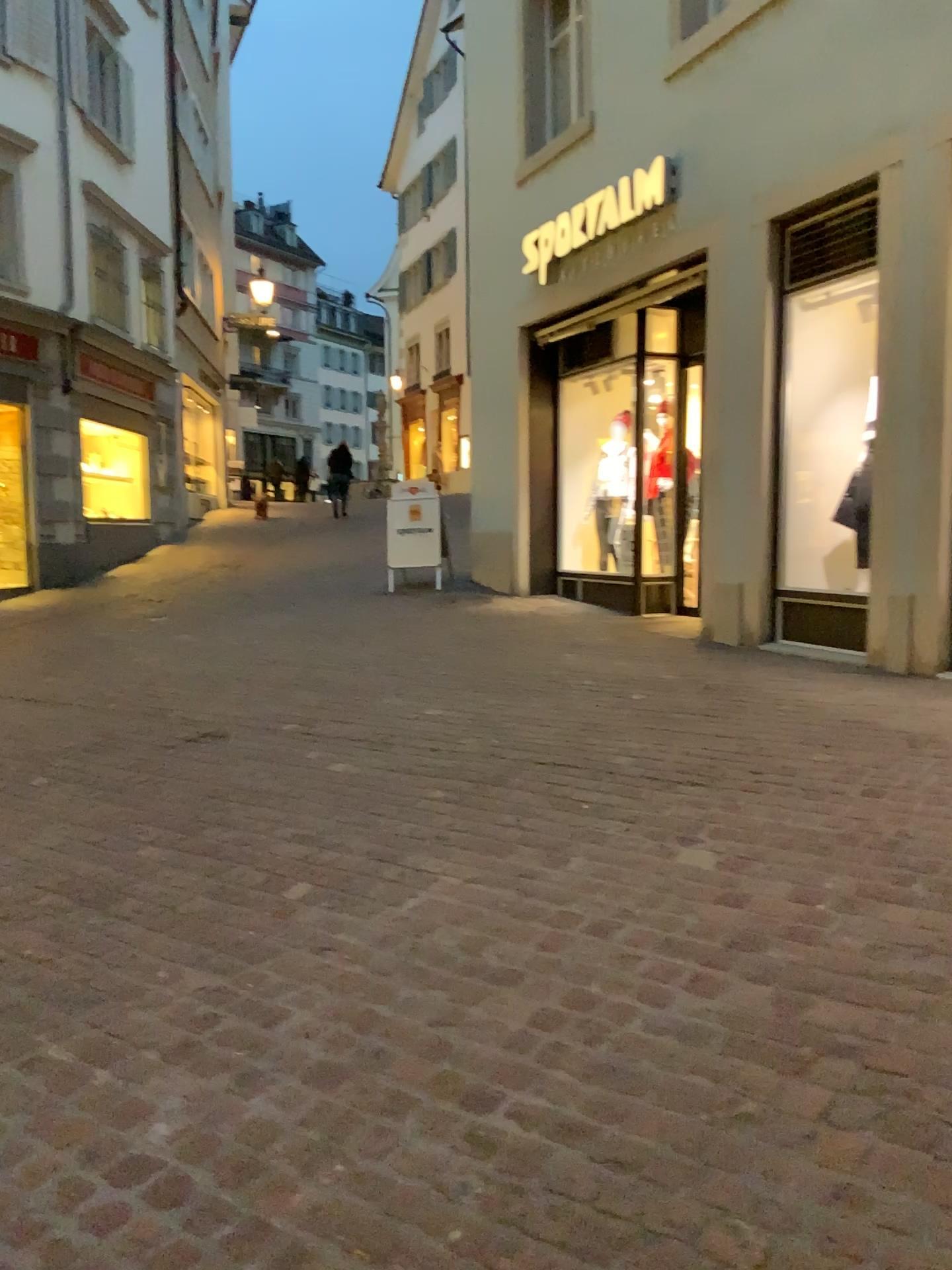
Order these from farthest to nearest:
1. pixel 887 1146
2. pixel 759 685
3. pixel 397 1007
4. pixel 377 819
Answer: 1. pixel 759 685
2. pixel 377 819
3. pixel 397 1007
4. pixel 887 1146
